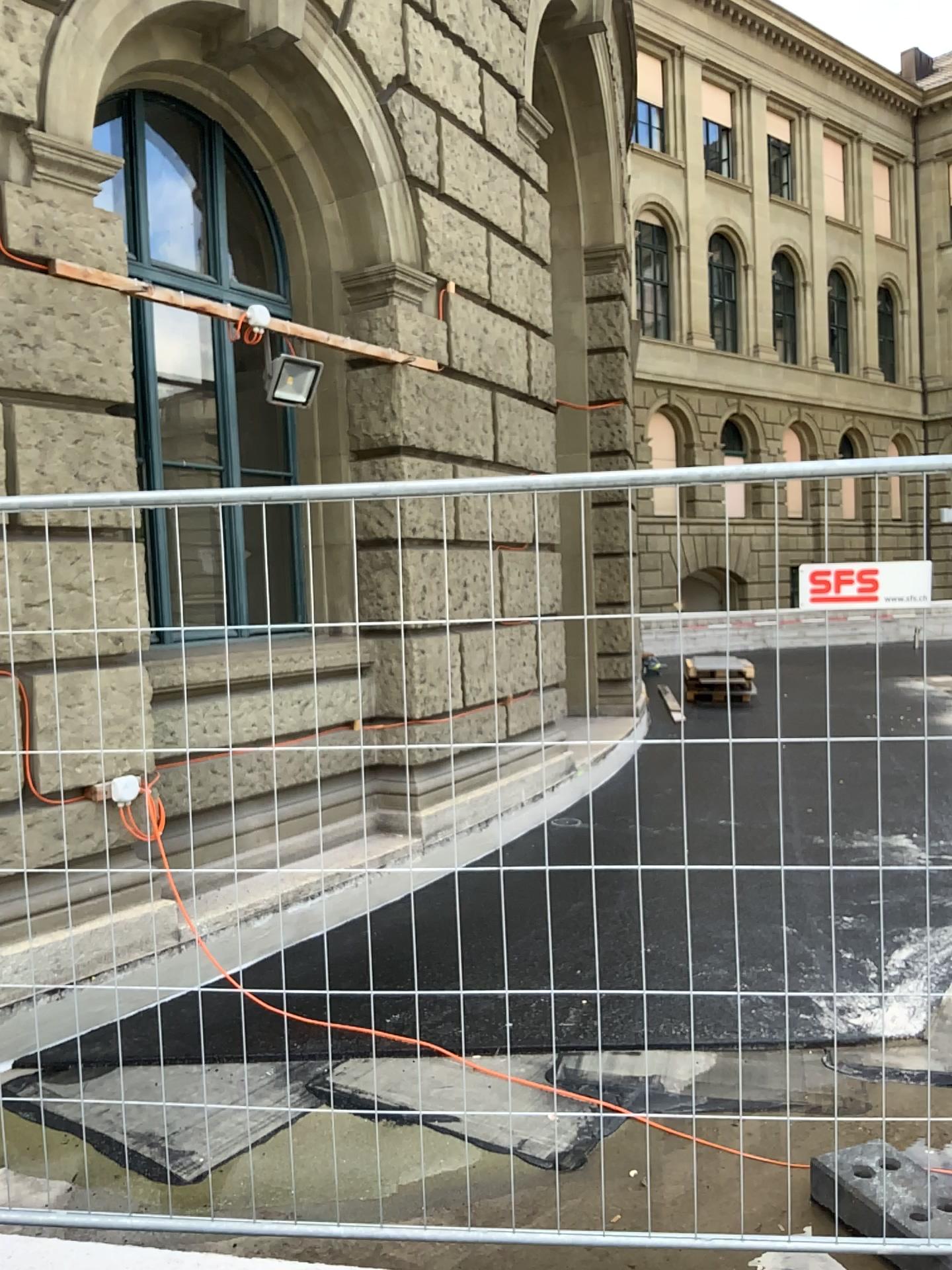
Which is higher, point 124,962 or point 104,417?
point 104,417
